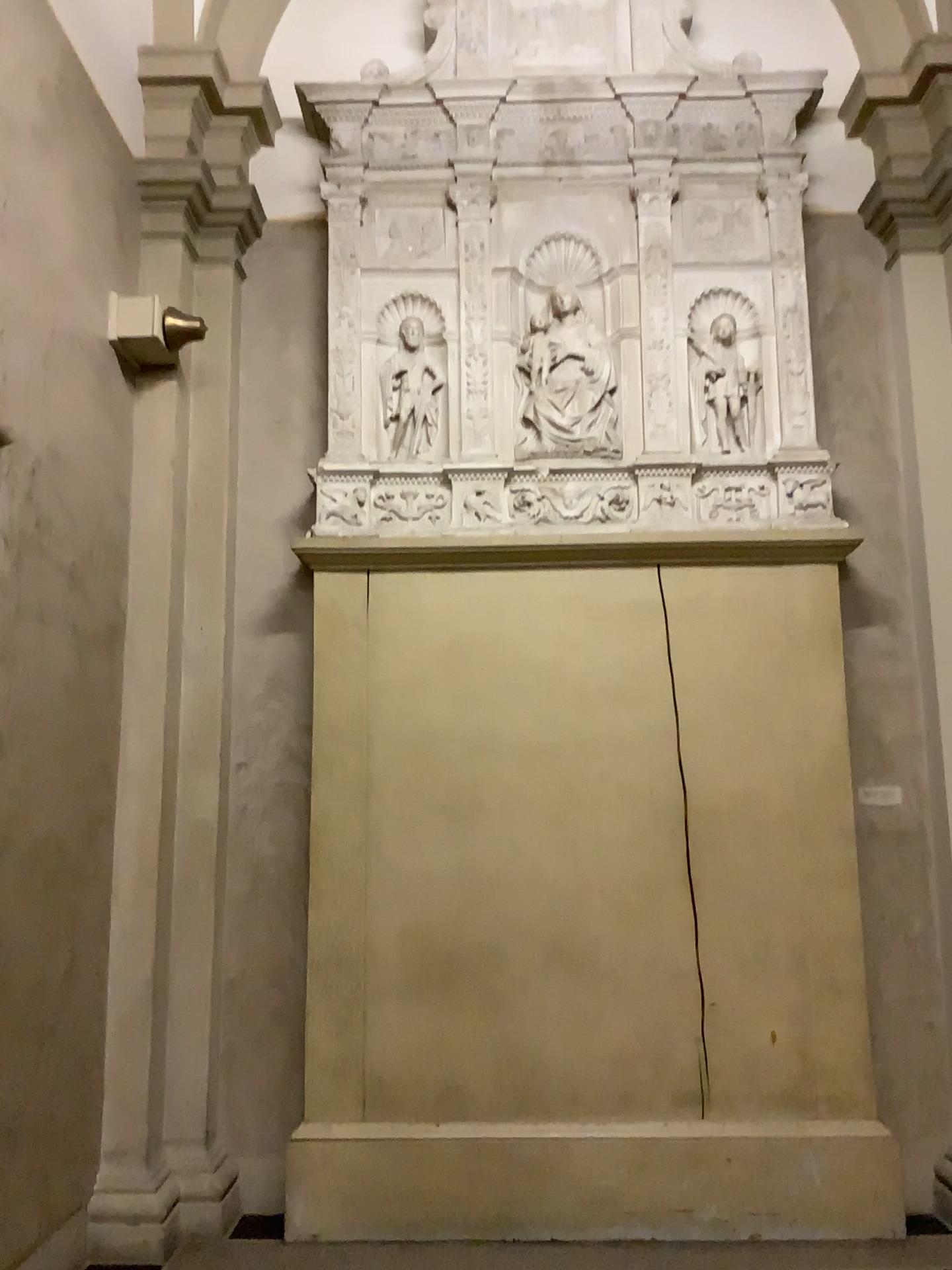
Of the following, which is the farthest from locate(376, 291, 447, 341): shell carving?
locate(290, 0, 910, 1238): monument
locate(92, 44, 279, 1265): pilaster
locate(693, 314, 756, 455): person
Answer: locate(693, 314, 756, 455): person

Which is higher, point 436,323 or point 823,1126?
point 436,323

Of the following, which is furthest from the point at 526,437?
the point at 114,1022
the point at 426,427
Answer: the point at 114,1022

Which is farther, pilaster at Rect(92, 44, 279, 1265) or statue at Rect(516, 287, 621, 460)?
statue at Rect(516, 287, 621, 460)

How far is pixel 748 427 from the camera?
4.48m

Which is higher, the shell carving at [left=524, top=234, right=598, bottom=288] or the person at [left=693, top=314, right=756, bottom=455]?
the shell carving at [left=524, top=234, right=598, bottom=288]

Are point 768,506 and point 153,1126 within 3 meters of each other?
no

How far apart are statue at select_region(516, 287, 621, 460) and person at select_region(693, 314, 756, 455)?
0.36m

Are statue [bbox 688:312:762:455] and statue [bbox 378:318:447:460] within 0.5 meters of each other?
no

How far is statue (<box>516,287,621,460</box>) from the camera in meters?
4.5 m
